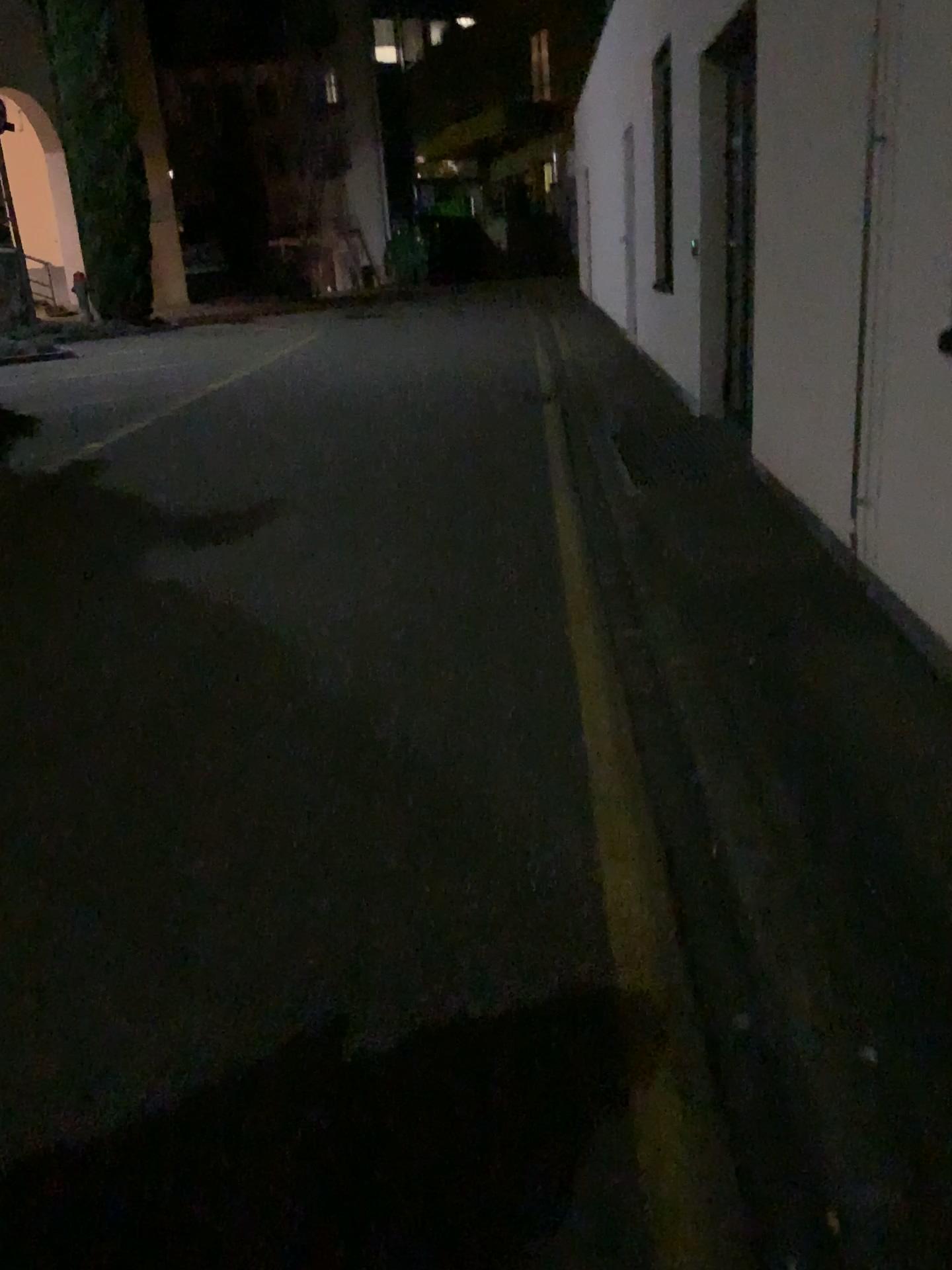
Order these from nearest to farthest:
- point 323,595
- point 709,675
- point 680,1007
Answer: point 680,1007, point 709,675, point 323,595
